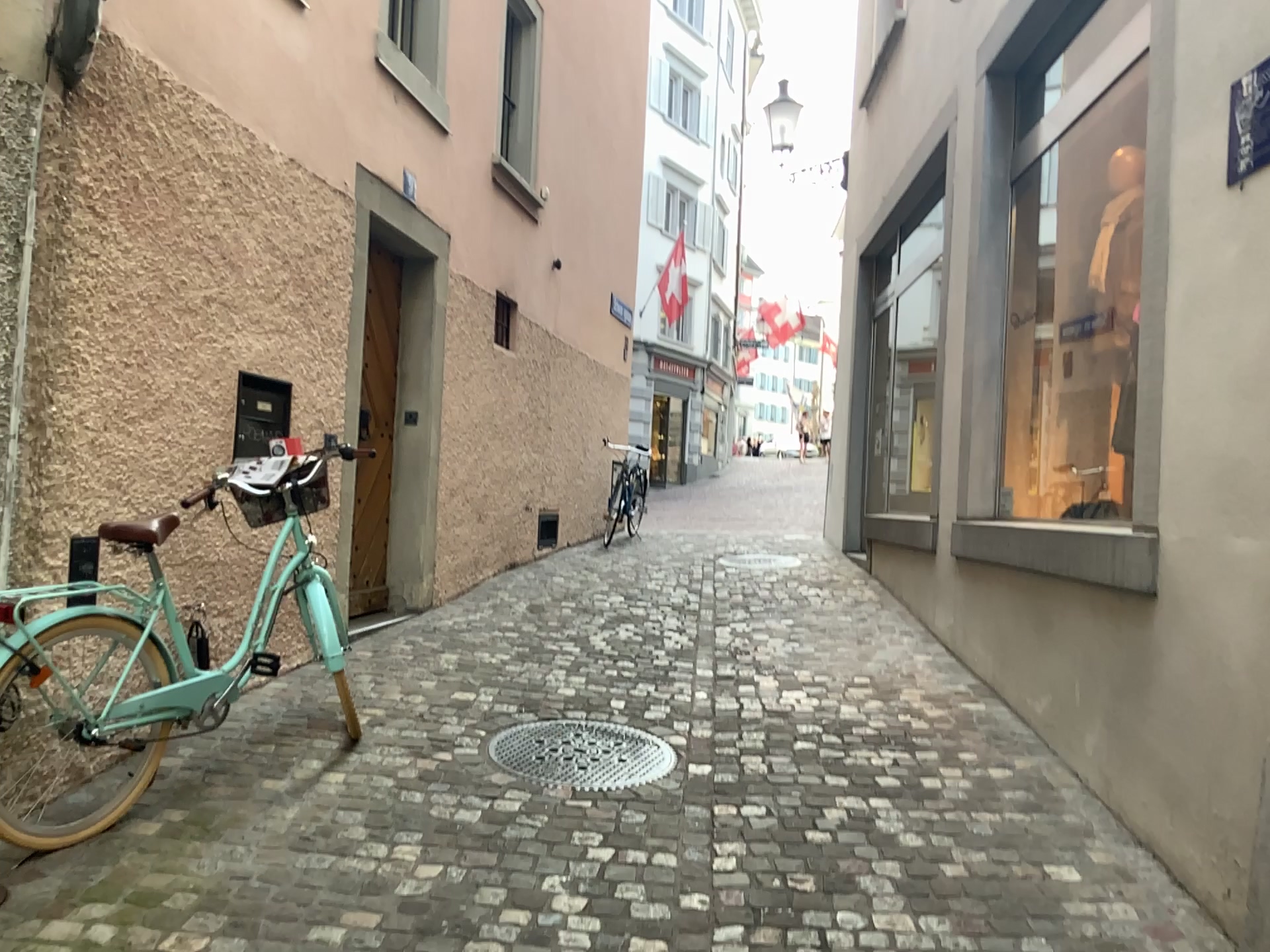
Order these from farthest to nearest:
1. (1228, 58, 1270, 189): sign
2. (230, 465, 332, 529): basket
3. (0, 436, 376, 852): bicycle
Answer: (230, 465, 332, 529): basket
(0, 436, 376, 852): bicycle
(1228, 58, 1270, 189): sign

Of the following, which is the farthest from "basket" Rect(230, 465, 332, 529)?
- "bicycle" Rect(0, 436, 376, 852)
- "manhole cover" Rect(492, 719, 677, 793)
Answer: "manhole cover" Rect(492, 719, 677, 793)

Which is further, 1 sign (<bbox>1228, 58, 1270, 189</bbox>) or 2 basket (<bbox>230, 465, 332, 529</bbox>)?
2 basket (<bbox>230, 465, 332, 529</bbox>)

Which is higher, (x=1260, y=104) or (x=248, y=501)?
(x=1260, y=104)

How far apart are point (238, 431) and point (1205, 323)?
3.3 meters

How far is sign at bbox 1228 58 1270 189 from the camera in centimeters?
273cm

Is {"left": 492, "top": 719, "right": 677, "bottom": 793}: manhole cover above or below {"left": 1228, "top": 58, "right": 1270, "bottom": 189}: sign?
below

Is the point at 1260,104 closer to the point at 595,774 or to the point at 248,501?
the point at 595,774

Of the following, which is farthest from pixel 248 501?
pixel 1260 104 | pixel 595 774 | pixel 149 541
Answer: pixel 1260 104

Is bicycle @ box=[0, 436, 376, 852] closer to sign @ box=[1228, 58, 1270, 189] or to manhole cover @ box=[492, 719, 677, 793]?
manhole cover @ box=[492, 719, 677, 793]
